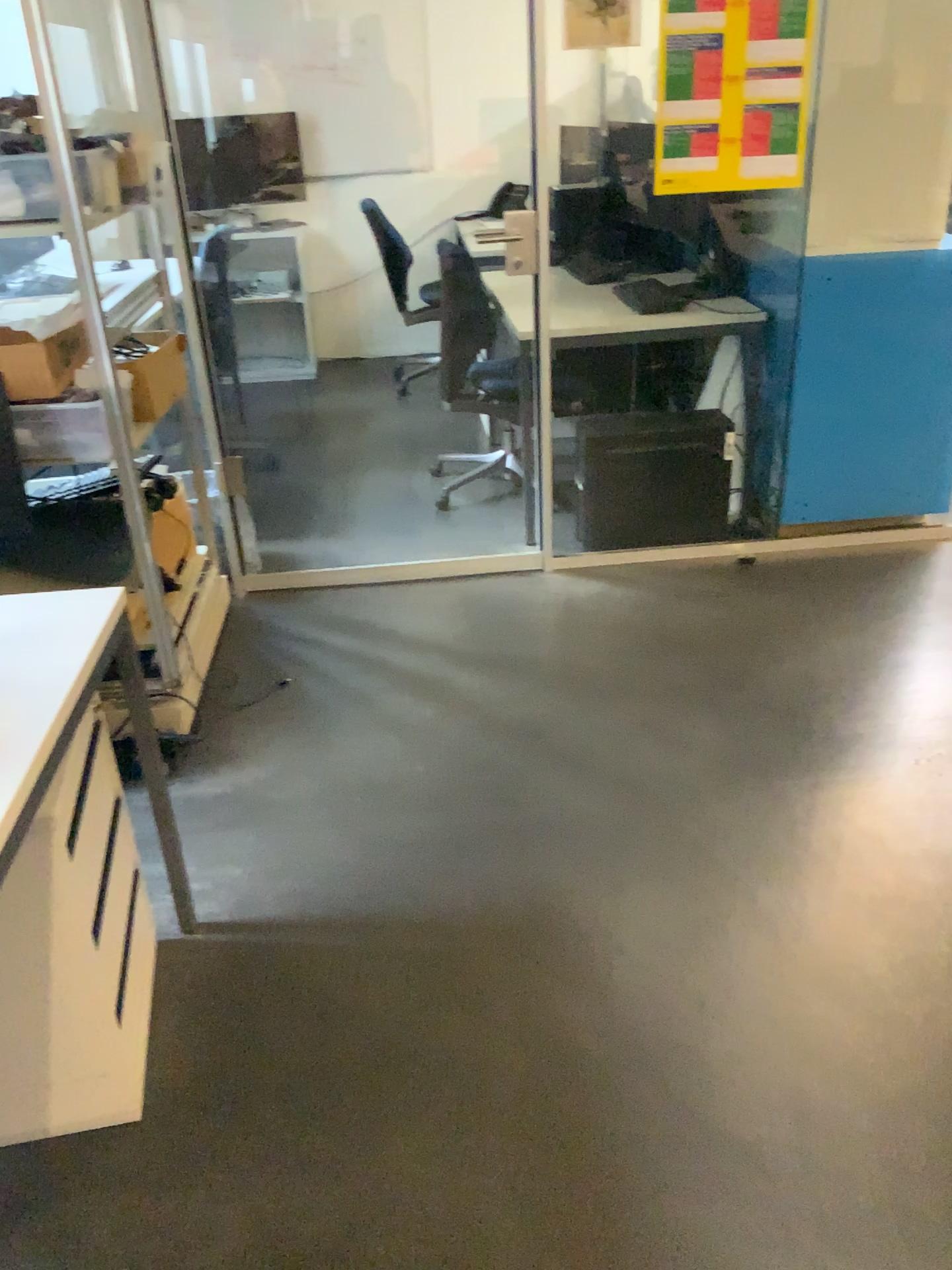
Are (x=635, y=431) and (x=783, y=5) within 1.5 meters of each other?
yes

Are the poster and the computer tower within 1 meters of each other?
yes

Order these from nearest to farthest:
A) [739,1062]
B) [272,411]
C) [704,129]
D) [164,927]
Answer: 1. [739,1062]
2. [164,927]
3. [704,129]
4. [272,411]

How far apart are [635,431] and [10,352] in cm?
186

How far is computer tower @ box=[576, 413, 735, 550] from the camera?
3.37m

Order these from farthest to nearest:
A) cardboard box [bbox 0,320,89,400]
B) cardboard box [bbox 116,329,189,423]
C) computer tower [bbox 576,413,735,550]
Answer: computer tower [bbox 576,413,735,550] → cardboard box [bbox 116,329,189,423] → cardboard box [bbox 0,320,89,400]

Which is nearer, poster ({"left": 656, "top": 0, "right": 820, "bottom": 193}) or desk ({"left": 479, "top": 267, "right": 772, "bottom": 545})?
poster ({"left": 656, "top": 0, "right": 820, "bottom": 193})

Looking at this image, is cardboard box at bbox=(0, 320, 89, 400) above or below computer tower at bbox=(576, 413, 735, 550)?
above

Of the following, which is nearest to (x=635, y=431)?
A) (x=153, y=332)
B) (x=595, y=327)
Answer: (x=595, y=327)

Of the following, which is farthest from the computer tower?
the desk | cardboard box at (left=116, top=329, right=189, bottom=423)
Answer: cardboard box at (left=116, top=329, right=189, bottom=423)
